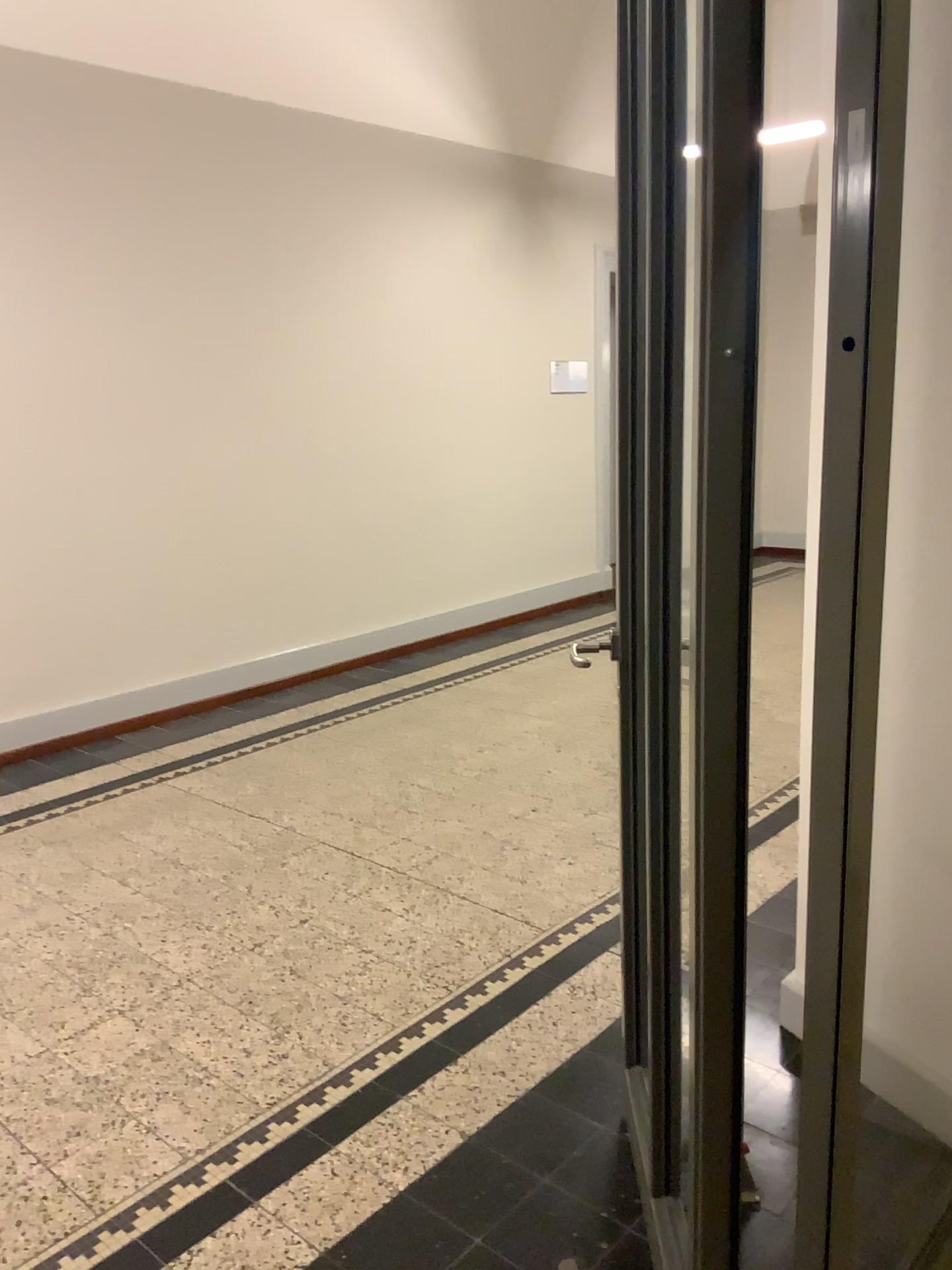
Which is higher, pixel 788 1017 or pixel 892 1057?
pixel 892 1057

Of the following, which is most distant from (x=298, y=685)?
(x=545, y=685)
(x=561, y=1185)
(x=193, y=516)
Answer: (x=561, y=1185)

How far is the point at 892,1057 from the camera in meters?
1.4 m

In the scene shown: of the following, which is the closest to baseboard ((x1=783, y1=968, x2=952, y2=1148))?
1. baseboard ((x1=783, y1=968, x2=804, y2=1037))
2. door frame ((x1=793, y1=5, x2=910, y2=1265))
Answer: door frame ((x1=793, y1=5, x2=910, y2=1265))

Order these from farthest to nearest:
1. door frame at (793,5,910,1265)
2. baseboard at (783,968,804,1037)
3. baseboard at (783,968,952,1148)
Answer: baseboard at (783,968,804,1037), baseboard at (783,968,952,1148), door frame at (793,5,910,1265)

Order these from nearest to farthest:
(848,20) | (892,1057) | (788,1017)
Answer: (848,20), (892,1057), (788,1017)

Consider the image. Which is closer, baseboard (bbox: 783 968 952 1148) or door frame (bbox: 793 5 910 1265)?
door frame (bbox: 793 5 910 1265)

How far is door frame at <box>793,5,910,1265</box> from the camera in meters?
1.1

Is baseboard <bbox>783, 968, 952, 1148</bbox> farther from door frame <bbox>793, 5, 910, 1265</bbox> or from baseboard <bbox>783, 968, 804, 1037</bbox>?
baseboard <bbox>783, 968, 804, 1037</bbox>

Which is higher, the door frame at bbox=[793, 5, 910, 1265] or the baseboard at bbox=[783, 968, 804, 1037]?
the door frame at bbox=[793, 5, 910, 1265]
